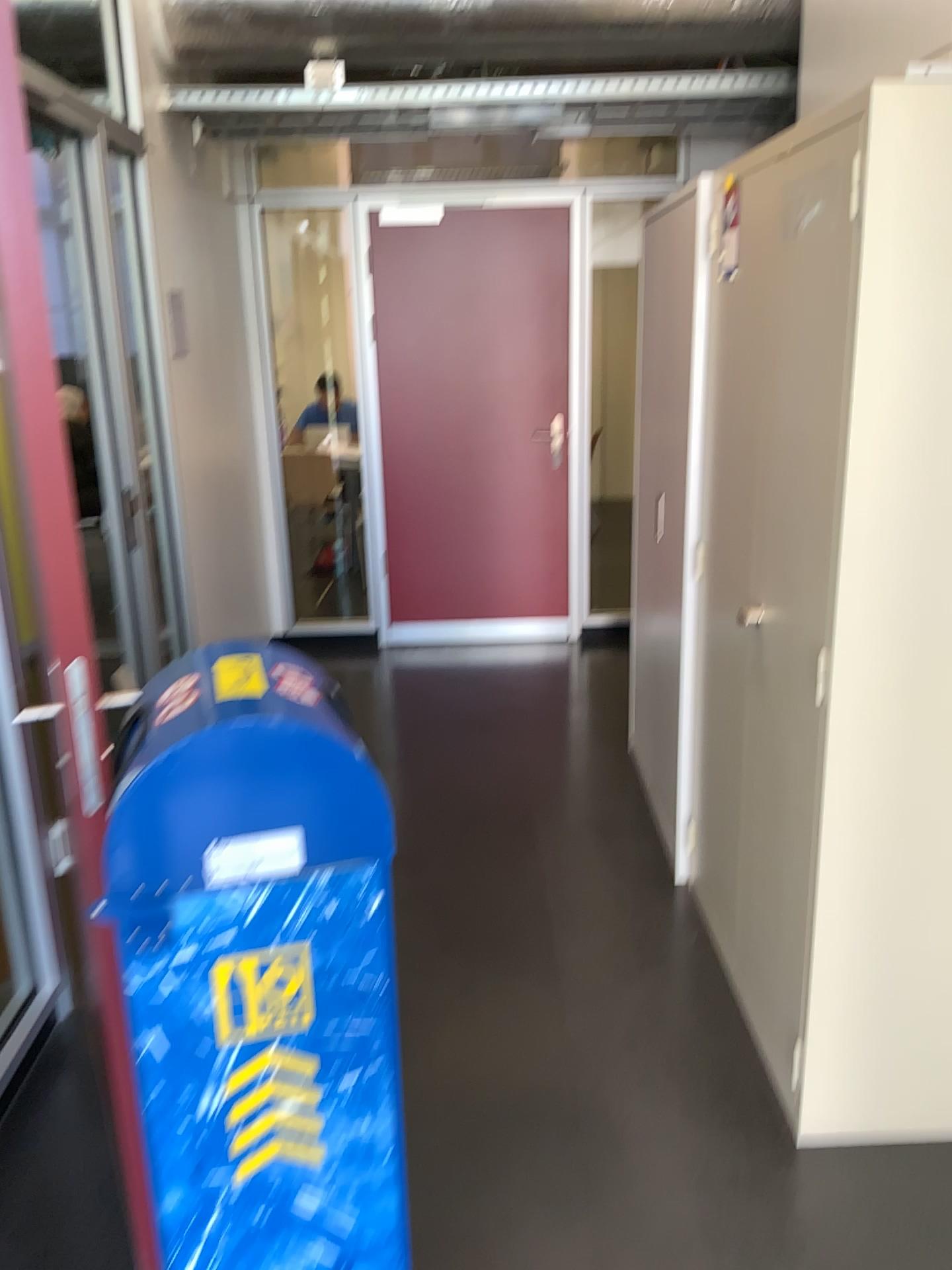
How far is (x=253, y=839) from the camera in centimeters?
137cm

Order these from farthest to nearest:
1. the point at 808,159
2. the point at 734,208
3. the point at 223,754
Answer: the point at 734,208 → the point at 808,159 → the point at 223,754

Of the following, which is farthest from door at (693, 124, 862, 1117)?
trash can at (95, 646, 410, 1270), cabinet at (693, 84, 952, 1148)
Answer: trash can at (95, 646, 410, 1270)

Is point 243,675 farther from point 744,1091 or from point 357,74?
point 357,74

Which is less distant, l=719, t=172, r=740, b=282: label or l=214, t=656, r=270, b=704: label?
l=214, t=656, r=270, b=704: label

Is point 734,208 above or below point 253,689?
above

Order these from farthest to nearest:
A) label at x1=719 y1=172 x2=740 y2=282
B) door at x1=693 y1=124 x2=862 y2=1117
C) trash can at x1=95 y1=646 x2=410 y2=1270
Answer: label at x1=719 y1=172 x2=740 y2=282 < door at x1=693 y1=124 x2=862 y2=1117 < trash can at x1=95 y1=646 x2=410 y2=1270

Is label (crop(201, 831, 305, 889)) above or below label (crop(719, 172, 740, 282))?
below

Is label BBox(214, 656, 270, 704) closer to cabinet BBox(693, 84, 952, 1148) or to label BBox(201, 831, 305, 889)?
label BBox(201, 831, 305, 889)

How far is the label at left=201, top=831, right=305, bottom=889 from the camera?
1.4 meters
